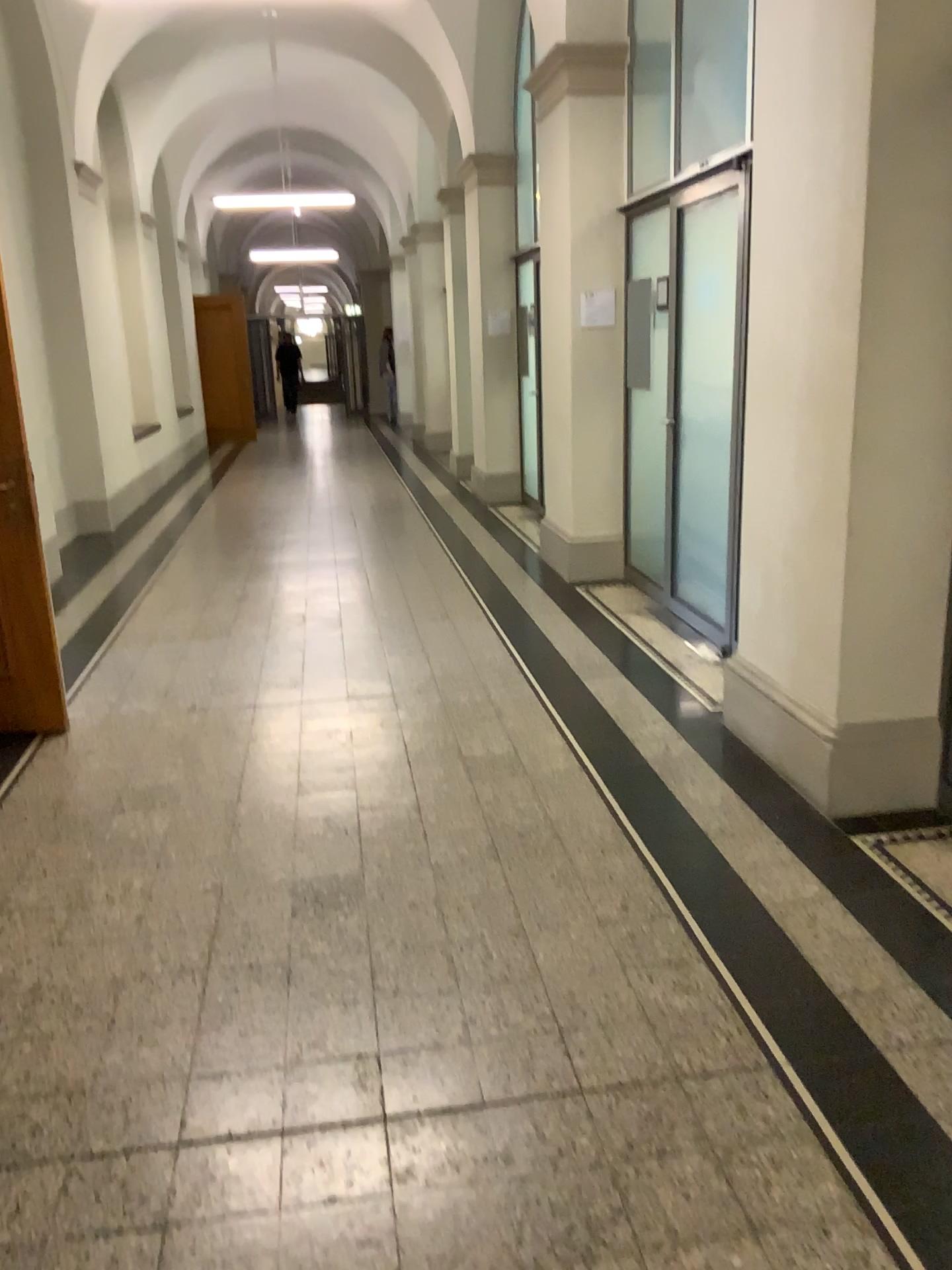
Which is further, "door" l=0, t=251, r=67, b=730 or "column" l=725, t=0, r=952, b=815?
"door" l=0, t=251, r=67, b=730

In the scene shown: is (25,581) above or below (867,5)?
below

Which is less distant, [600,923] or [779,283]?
[600,923]

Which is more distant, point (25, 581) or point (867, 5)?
point (25, 581)
